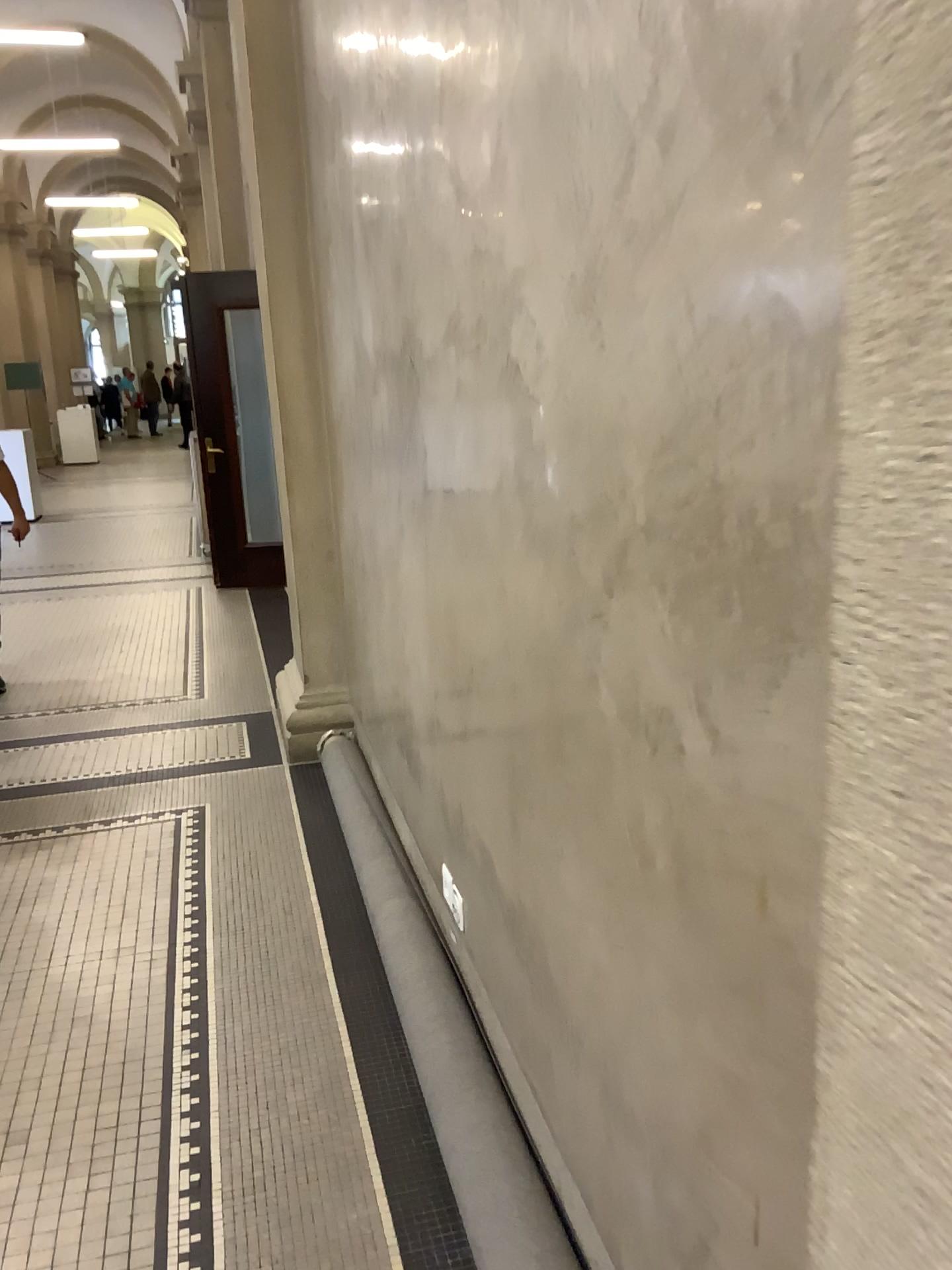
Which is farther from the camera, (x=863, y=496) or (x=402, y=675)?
(x=402, y=675)
